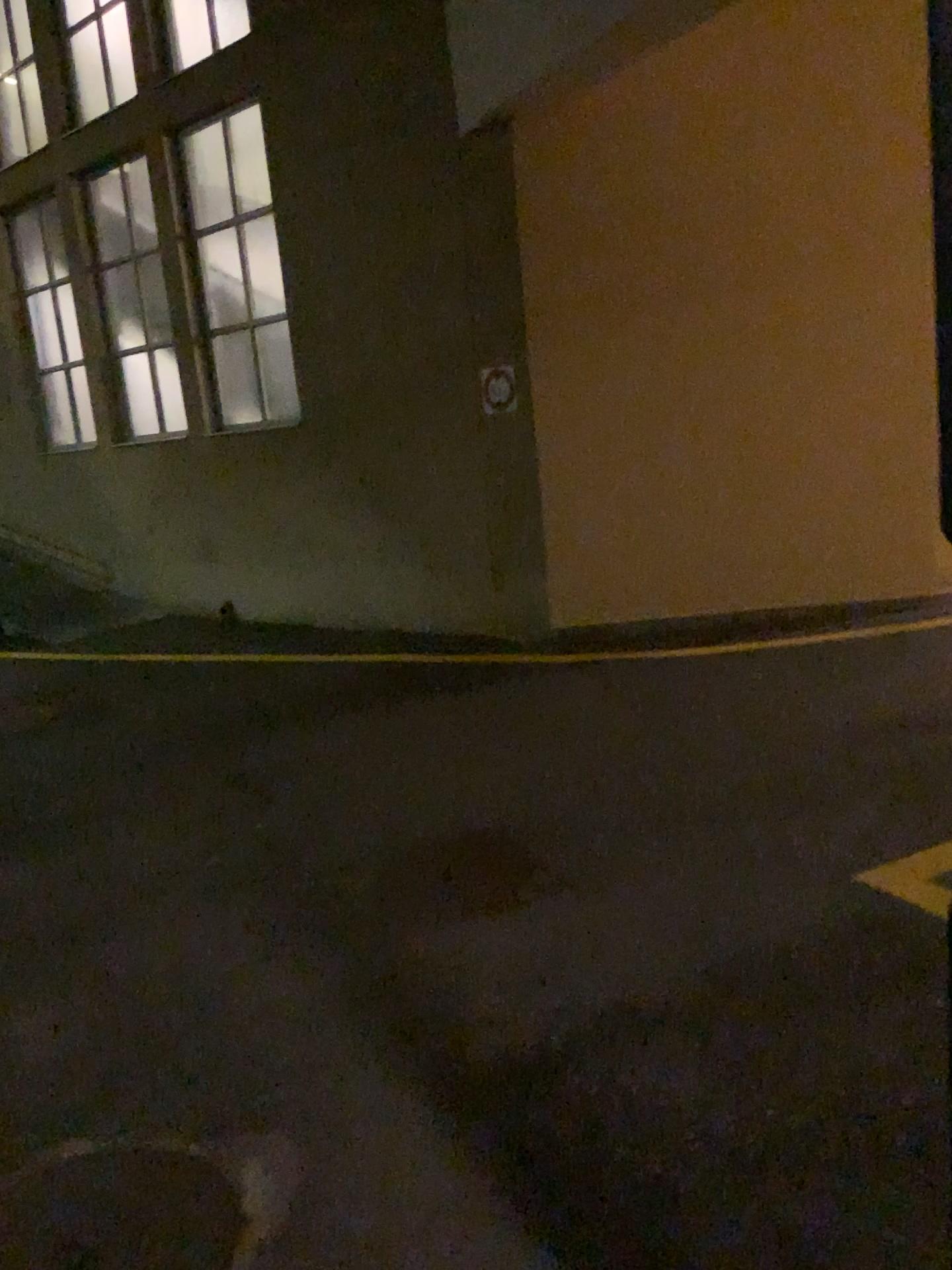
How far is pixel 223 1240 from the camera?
2.06m

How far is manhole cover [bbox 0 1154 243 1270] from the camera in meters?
2.1

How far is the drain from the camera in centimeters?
206cm

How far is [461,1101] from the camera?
2.5m

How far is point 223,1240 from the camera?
2.1 meters
